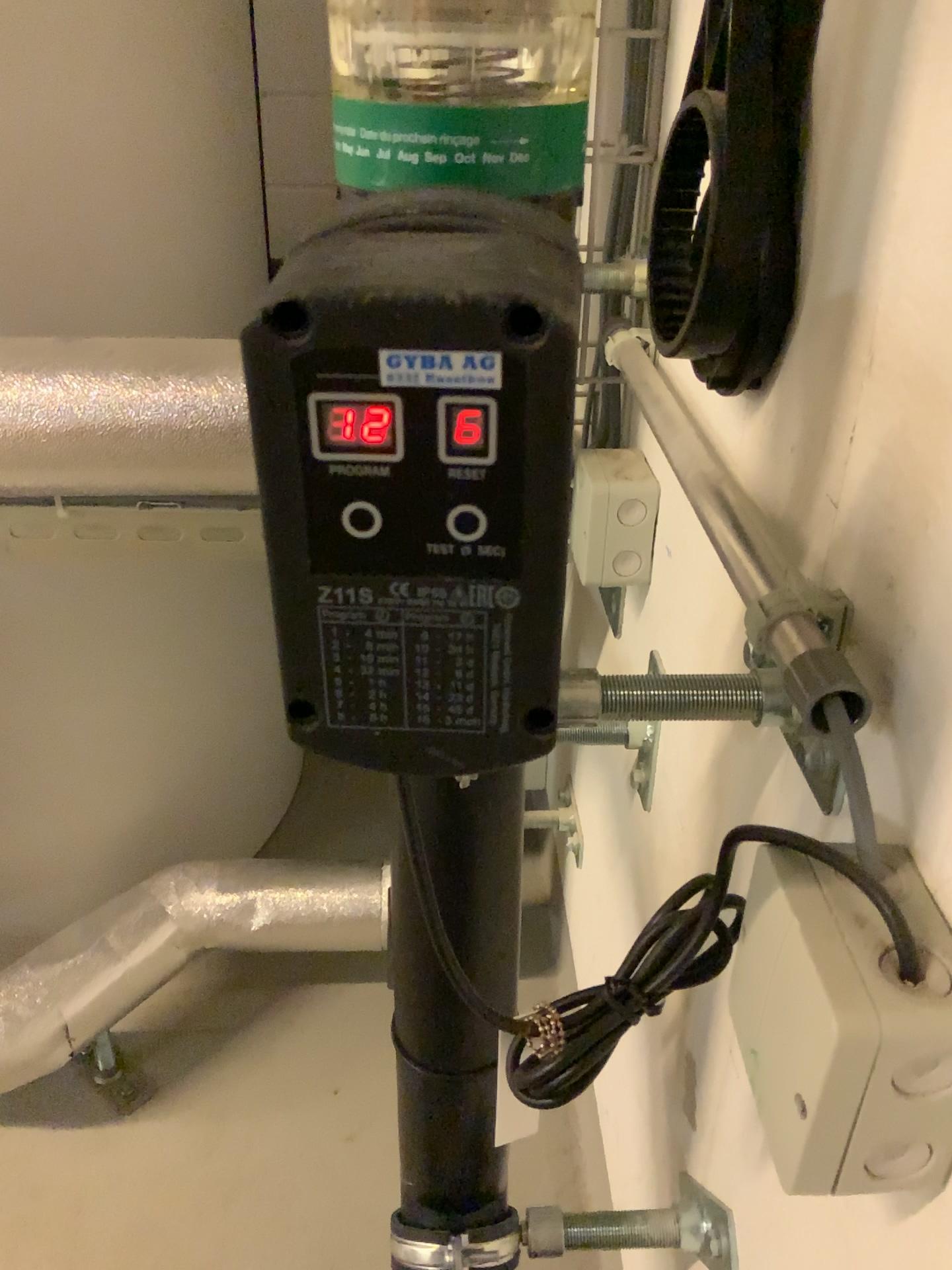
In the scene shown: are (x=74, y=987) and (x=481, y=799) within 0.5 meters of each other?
no

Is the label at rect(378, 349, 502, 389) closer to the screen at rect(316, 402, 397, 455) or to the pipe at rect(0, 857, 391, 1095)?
the screen at rect(316, 402, 397, 455)

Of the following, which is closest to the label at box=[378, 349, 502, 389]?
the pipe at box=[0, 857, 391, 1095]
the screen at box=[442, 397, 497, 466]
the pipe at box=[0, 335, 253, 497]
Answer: the screen at box=[442, 397, 497, 466]

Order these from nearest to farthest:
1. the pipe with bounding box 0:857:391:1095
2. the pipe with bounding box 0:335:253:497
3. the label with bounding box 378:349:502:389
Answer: the label with bounding box 378:349:502:389, the pipe with bounding box 0:335:253:497, the pipe with bounding box 0:857:391:1095

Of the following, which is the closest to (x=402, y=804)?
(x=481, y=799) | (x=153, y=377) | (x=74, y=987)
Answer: (x=481, y=799)

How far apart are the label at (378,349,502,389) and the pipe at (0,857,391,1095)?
1.0m

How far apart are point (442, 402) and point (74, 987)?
1.0 meters

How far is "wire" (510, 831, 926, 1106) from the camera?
0.4m

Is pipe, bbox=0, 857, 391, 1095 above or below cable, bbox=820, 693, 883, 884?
below

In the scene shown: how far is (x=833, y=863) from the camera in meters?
0.4 m
